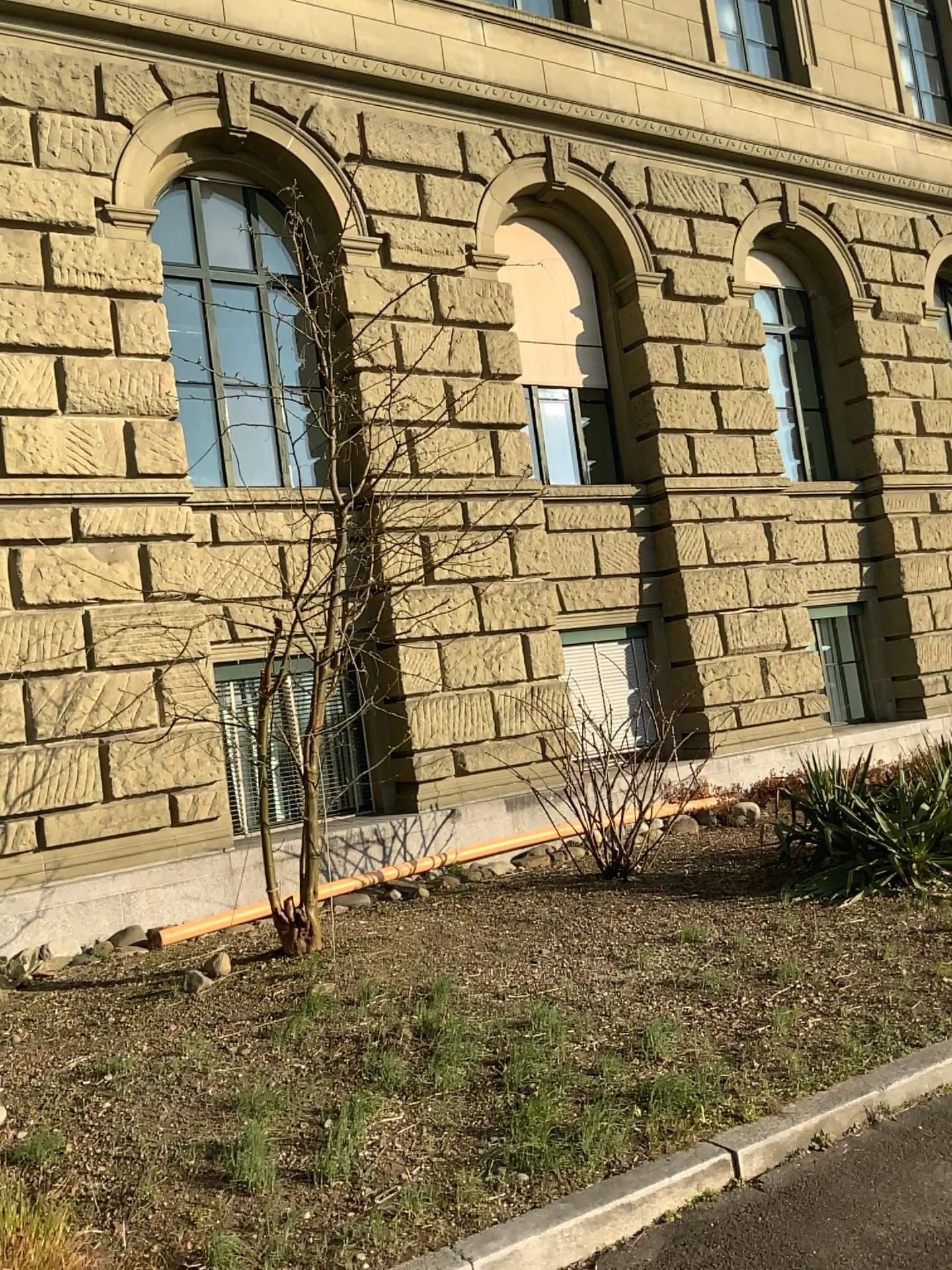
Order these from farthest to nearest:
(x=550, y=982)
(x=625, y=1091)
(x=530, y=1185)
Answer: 1. (x=550, y=982)
2. (x=625, y=1091)
3. (x=530, y=1185)
